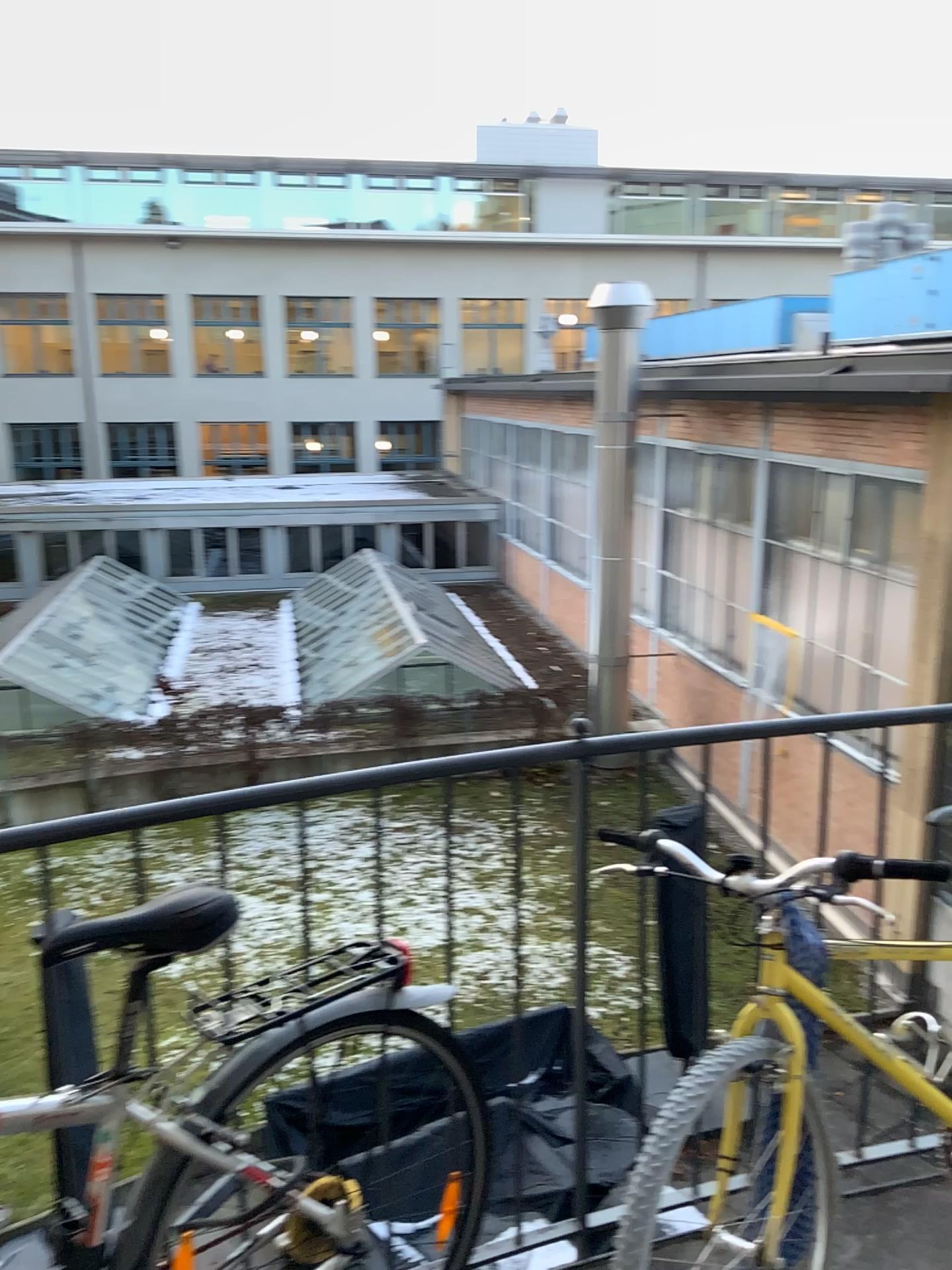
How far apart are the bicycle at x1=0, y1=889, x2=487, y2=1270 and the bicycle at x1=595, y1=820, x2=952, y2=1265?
0.34m

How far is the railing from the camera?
1.7 meters

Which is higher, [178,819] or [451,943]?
[178,819]

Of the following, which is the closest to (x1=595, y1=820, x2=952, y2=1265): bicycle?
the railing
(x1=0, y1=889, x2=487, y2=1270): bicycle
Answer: the railing

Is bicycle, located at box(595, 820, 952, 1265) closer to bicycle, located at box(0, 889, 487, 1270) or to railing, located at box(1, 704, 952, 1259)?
railing, located at box(1, 704, 952, 1259)

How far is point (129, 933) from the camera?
1.42m

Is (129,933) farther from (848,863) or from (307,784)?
(848,863)

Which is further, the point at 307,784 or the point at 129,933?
the point at 307,784

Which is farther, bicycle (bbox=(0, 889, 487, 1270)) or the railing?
the railing
